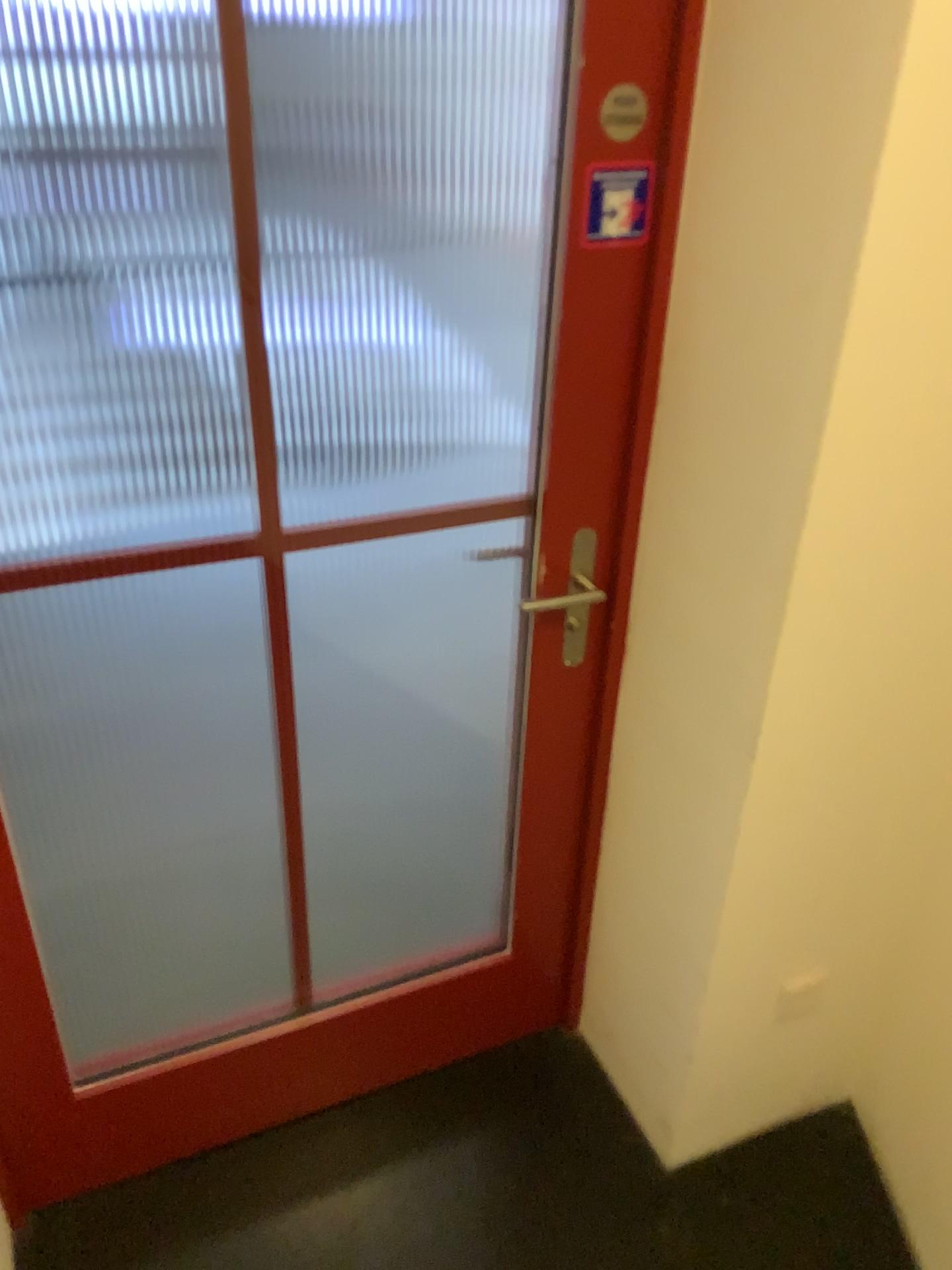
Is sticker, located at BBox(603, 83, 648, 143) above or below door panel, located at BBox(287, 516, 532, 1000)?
above

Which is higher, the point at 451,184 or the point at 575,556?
the point at 451,184

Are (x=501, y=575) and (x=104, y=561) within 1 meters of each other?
no

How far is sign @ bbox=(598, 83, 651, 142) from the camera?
1.2m

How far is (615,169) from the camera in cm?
123

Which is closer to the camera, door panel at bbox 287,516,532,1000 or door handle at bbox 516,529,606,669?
door handle at bbox 516,529,606,669

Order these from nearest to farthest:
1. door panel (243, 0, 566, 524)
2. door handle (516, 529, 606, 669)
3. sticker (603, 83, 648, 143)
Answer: sticker (603, 83, 648, 143)
door handle (516, 529, 606, 669)
door panel (243, 0, 566, 524)

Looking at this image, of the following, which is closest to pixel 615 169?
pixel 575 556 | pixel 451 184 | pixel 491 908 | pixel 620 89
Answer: pixel 620 89

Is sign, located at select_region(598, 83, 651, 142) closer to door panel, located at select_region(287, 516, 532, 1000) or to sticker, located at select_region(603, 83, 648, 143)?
sticker, located at select_region(603, 83, 648, 143)

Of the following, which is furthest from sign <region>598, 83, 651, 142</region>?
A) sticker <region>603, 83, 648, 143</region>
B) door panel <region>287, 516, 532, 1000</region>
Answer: door panel <region>287, 516, 532, 1000</region>
